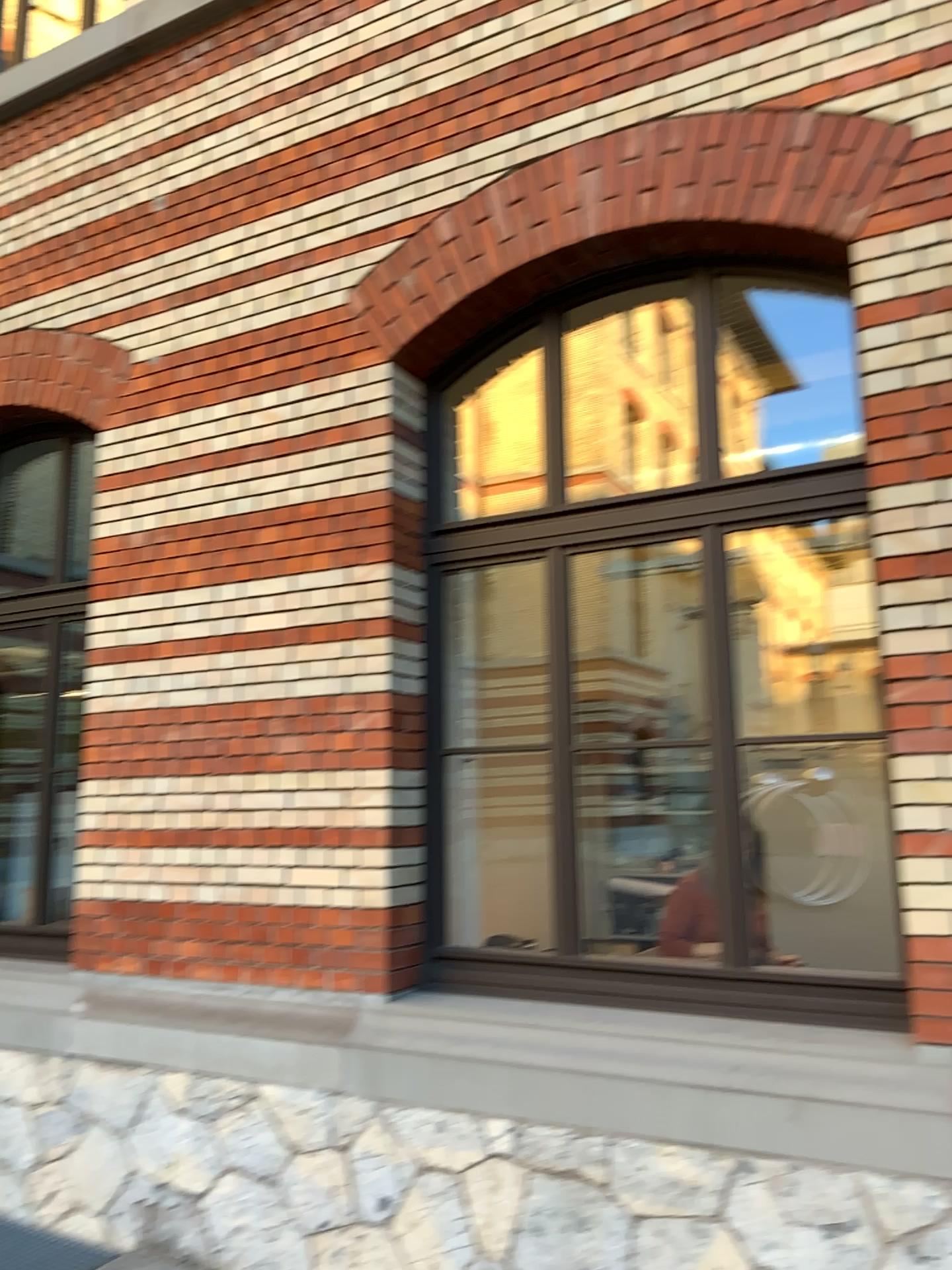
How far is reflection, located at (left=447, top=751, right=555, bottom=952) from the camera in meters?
4.2

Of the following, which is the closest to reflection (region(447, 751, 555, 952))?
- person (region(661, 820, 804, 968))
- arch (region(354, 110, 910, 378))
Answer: person (region(661, 820, 804, 968))

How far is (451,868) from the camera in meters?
4.2 m

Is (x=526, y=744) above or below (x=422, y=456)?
below

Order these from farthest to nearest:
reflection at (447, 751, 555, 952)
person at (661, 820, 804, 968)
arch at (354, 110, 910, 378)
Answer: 1. reflection at (447, 751, 555, 952)
2. person at (661, 820, 804, 968)
3. arch at (354, 110, 910, 378)

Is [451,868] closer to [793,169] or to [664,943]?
[664,943]

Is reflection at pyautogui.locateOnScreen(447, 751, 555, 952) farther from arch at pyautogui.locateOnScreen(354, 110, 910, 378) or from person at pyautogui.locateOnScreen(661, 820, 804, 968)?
arch at pyautogui.locateOnScreen(354, 110, 910, 378)

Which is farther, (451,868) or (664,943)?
(451,868)

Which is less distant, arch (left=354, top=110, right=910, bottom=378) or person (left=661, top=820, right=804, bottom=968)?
arch (left=354, top=110, right=910, bottom=378)

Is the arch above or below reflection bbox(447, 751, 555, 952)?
above
